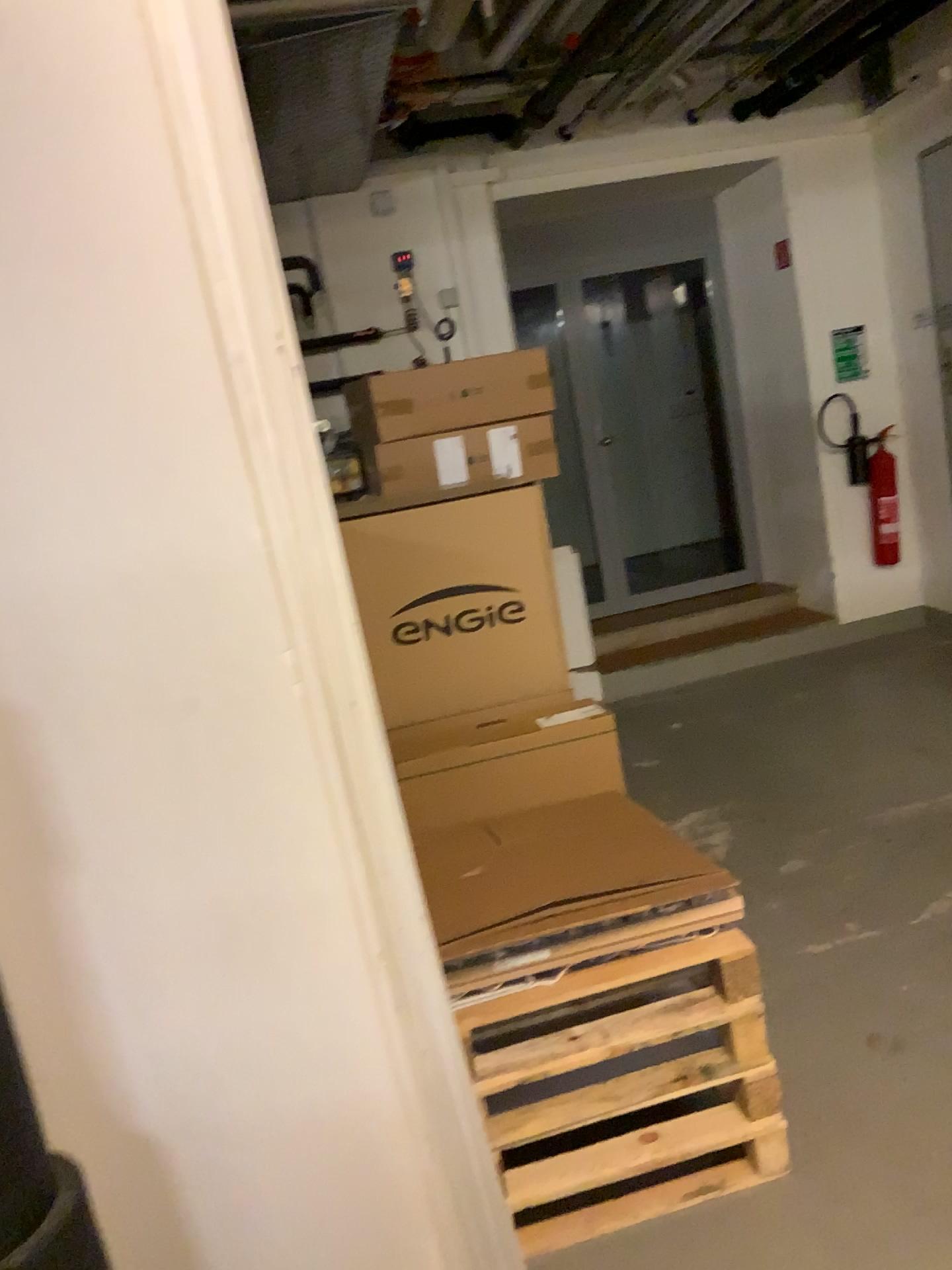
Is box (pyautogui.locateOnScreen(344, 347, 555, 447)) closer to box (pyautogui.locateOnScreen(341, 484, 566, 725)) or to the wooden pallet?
box (pyautogui.locateOnScreen(341, 484, 566, 725))

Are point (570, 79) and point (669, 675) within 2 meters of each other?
no

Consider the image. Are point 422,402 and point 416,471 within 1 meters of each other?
yes

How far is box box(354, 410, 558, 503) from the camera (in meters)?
3.54

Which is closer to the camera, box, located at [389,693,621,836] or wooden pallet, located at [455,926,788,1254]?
wooden pallet, located at [455,926,788,1254]

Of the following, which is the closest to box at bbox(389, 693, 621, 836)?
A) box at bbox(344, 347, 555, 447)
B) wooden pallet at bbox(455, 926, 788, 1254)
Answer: wooden pallet at bbox(455, 926, 788, 1254)

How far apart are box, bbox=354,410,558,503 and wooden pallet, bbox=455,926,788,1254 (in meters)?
1.75

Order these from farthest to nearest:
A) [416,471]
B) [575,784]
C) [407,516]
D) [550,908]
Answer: [416,471] < [407,516] < [575,784] < [550,908]

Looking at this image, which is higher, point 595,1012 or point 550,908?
point 550,908

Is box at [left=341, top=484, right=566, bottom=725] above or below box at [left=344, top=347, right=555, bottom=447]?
below
